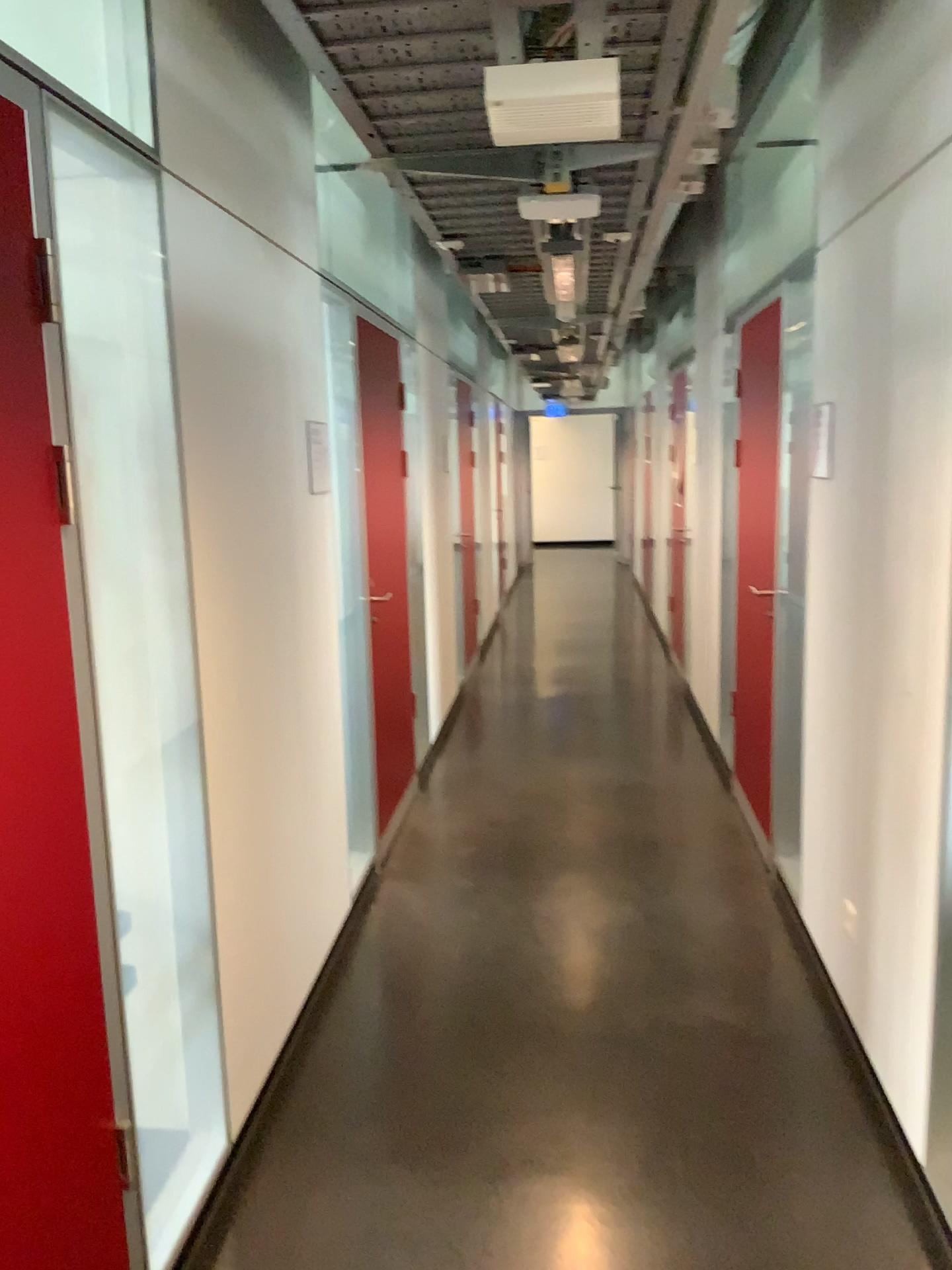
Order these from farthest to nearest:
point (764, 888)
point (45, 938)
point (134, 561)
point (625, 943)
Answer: point (764, 888), point (625, 943), point (134, 561), point (45, 938)

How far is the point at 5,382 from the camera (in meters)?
1.51

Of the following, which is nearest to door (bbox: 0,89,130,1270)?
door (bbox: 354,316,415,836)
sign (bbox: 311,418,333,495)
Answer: sign (bbox: 311,418,333,495)

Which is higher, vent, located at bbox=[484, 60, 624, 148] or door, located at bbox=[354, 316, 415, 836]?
vent, located at bbox=[484, 60, 624, 148]

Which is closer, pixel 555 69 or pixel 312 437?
pixel 555 69

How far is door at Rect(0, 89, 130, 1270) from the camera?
1.5 meters

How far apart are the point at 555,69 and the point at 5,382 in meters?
1.2 m

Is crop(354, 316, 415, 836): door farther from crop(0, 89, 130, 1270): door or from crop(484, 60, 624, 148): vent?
crop(0, 89, 130, 1270): door

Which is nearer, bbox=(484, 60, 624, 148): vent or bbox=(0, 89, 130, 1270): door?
bbox=(0, 89, 130, 1270): door

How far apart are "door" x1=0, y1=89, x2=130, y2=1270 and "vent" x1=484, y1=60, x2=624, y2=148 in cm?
93
